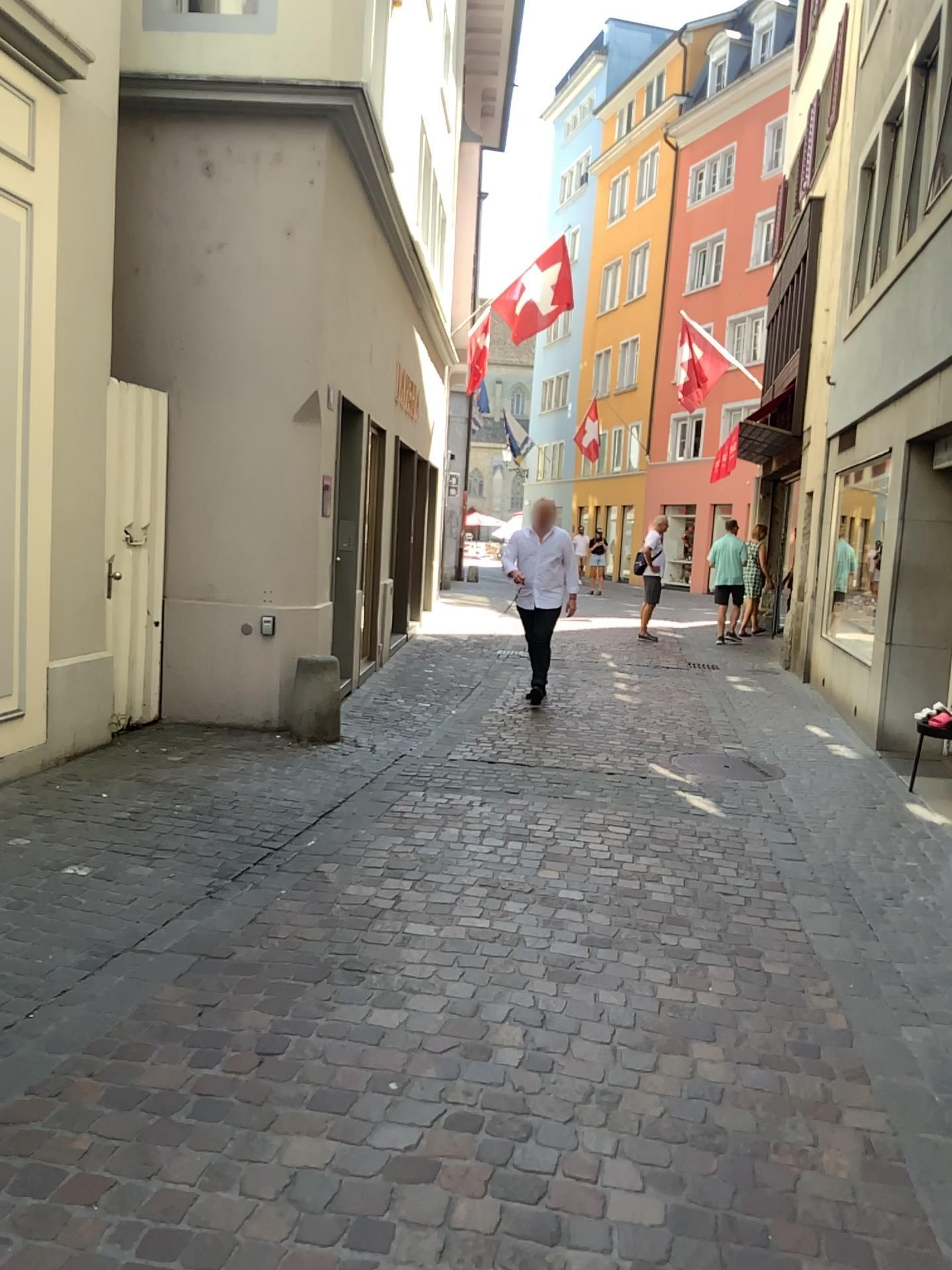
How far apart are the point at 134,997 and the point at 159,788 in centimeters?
223cm
